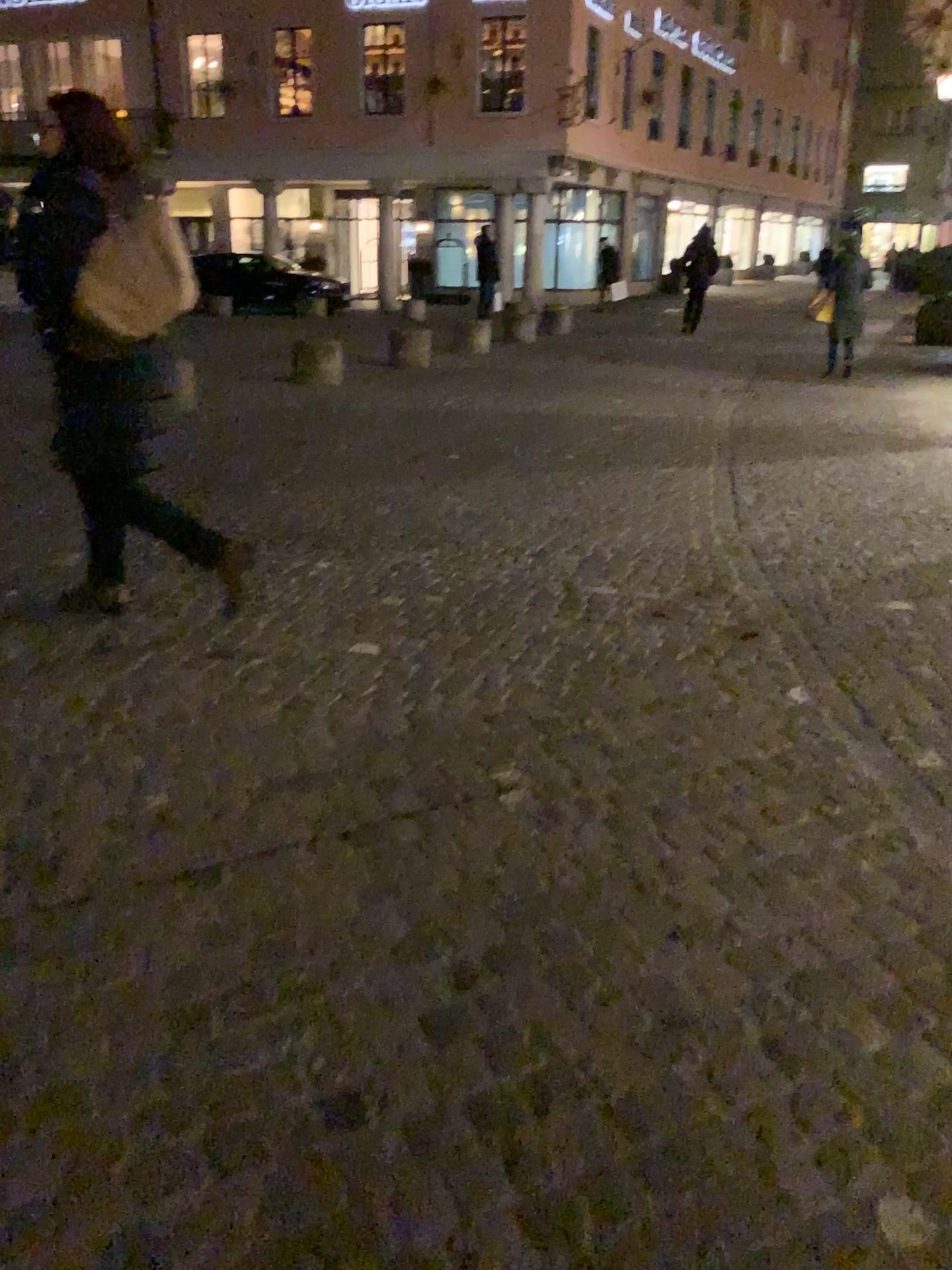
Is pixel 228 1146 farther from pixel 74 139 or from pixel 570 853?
pixel 74 139
